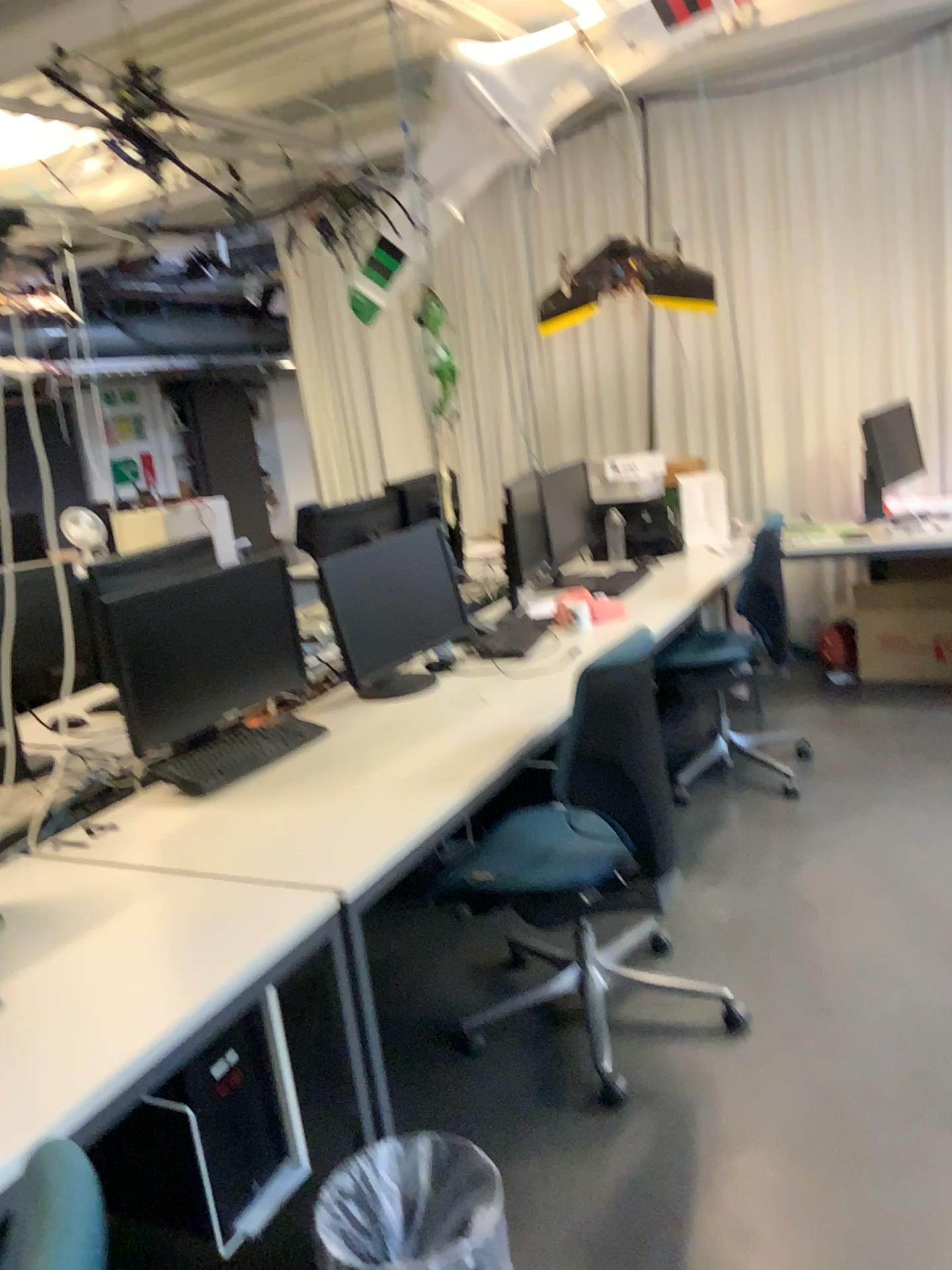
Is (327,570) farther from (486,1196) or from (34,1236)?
(34,1236)

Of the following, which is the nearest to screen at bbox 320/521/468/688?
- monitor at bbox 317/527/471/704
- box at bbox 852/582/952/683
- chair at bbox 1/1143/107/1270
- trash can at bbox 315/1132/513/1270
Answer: monitor at bbox 317/527/471/704

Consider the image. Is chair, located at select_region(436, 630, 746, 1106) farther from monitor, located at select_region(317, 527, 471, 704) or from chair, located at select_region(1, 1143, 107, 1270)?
chair, located at select_region(1, 1143, 107, 1270)

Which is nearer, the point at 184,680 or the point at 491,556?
the point at 184,680

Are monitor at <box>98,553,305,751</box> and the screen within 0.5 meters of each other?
yes

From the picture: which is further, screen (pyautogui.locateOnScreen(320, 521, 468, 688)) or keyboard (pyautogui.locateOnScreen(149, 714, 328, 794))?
screen (pyautogui.locateOnScreen(320, 521, 468, 688))

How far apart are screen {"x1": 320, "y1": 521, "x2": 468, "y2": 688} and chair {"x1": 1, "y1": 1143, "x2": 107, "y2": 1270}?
2.1m

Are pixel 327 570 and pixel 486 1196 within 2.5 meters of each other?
yes

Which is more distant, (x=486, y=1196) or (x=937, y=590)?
(x=937, y=590)

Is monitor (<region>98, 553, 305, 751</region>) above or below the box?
above
